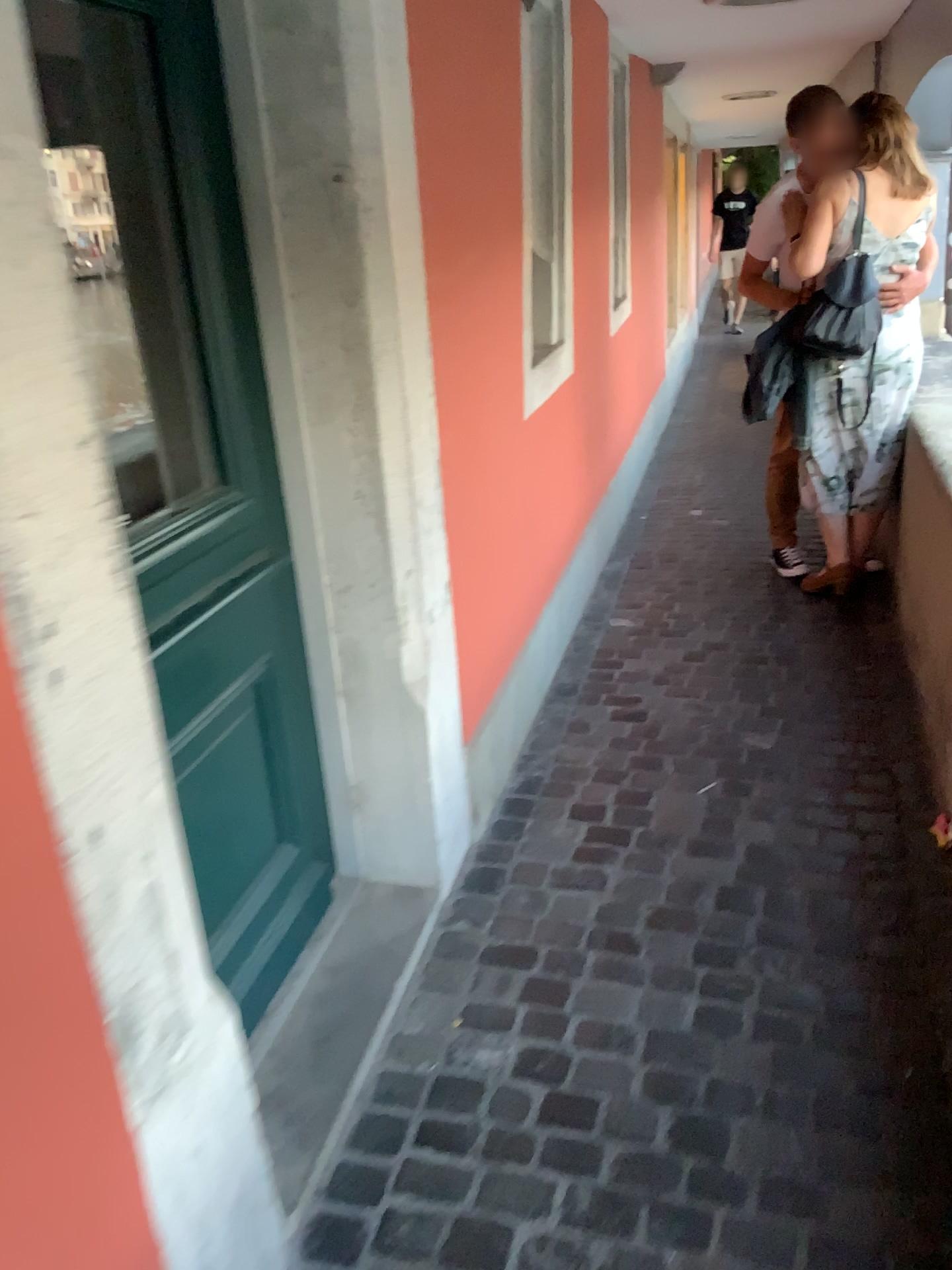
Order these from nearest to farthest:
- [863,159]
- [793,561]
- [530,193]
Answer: [530,193] < [863,159] < [793,561]

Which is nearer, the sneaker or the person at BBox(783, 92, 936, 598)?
the person at BBox(783, 92, 936, 598)

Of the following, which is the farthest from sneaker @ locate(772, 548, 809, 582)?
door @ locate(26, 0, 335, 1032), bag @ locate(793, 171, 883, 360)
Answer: door @ locate(26, 0, 335, 1032)

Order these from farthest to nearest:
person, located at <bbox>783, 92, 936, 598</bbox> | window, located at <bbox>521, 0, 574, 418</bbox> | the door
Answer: person, located at <bbox>783, 92, 936, 598</bbox>
window, located at <bbox>521, 0, 574, 418</bbox>
the door

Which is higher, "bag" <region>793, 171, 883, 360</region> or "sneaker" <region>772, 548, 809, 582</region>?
"bag" <region>793, 171, 883, 360</region>

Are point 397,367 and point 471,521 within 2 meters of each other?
yes

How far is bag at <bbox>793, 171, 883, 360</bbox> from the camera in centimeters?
352cm

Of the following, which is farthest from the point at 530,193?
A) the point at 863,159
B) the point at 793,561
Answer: the point at 793,561

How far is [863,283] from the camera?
3.5 meters

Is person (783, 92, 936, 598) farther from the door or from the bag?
the door
